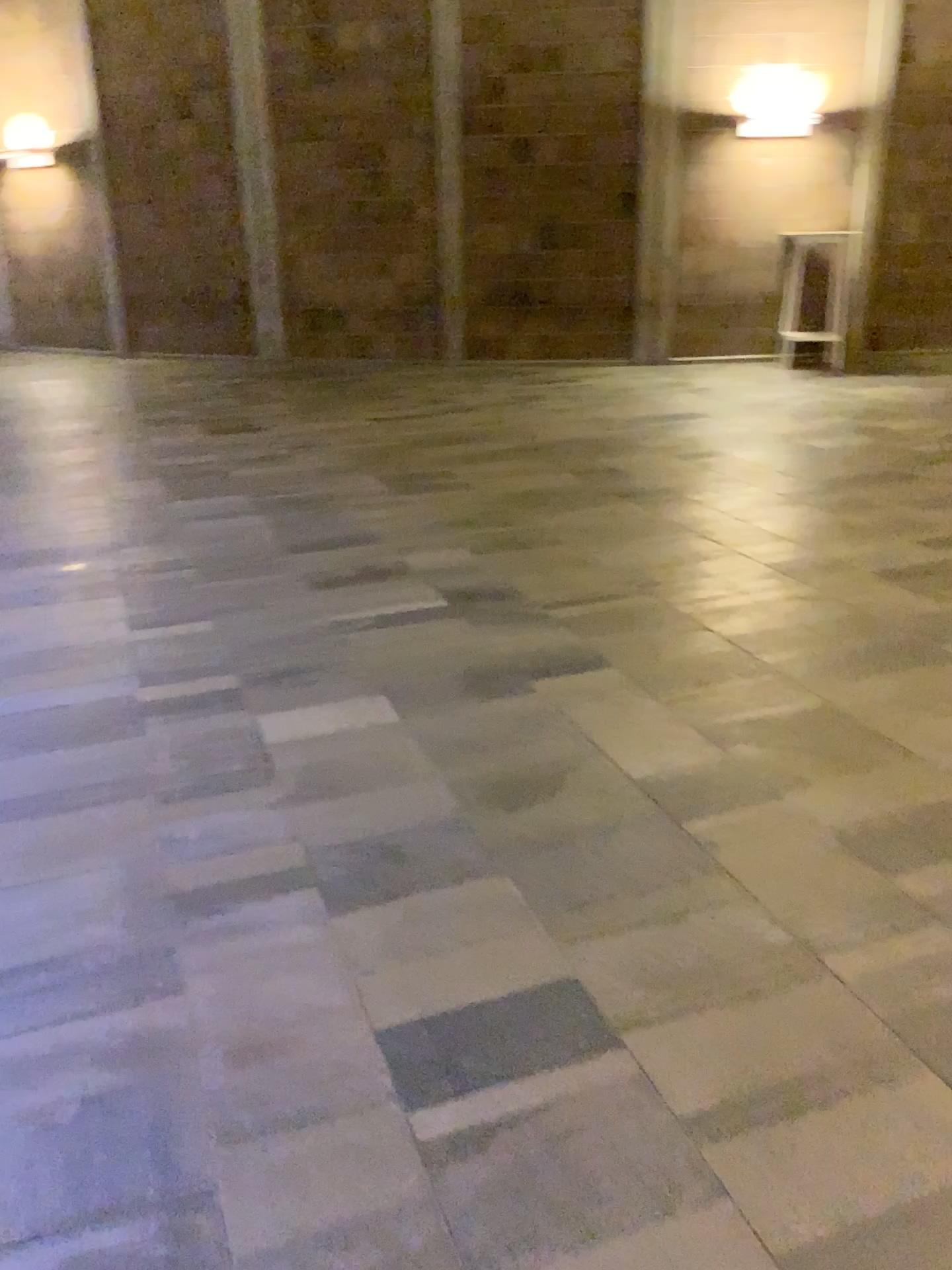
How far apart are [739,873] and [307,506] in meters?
3.4 m
